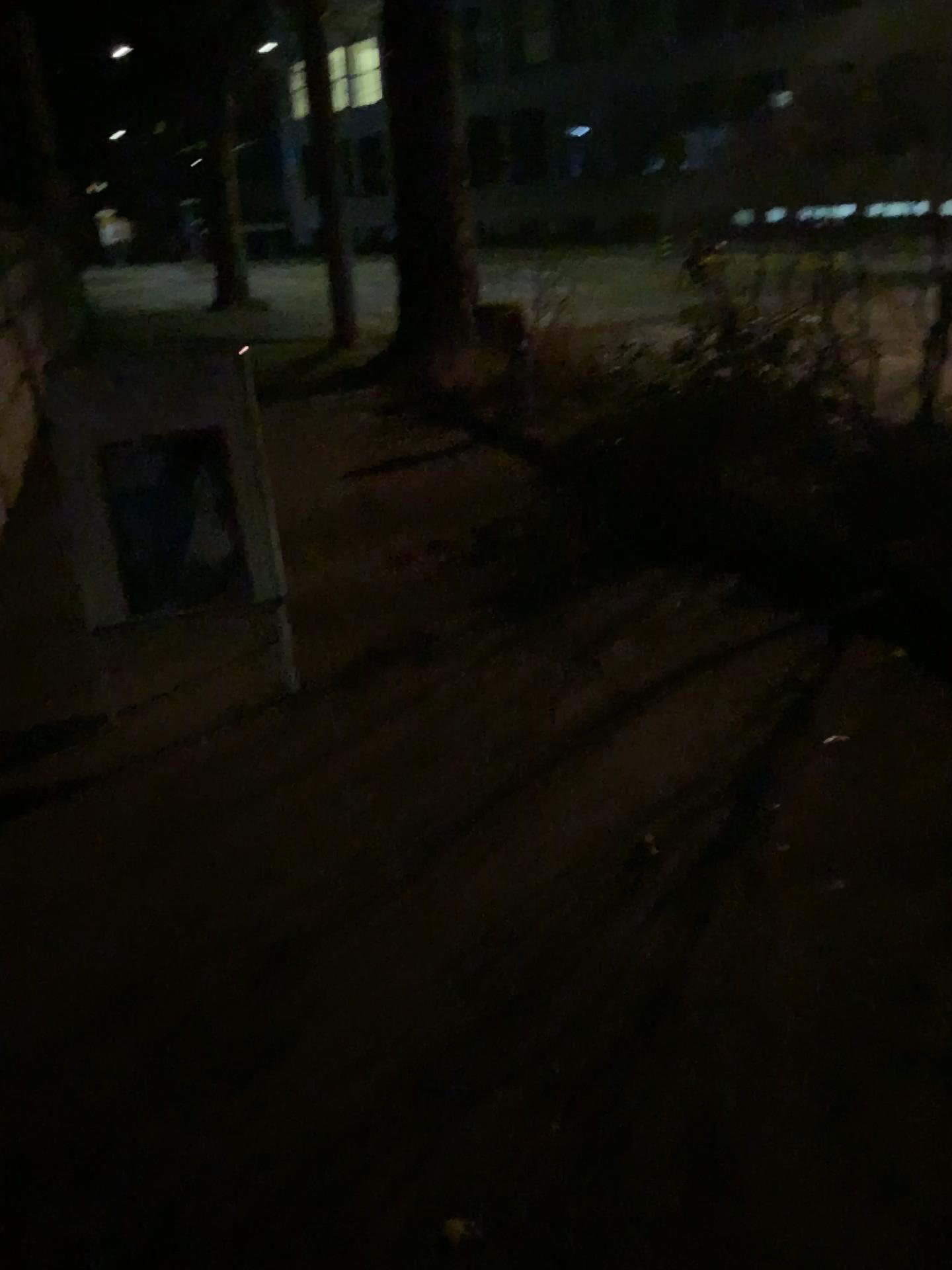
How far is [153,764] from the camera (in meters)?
3.24
